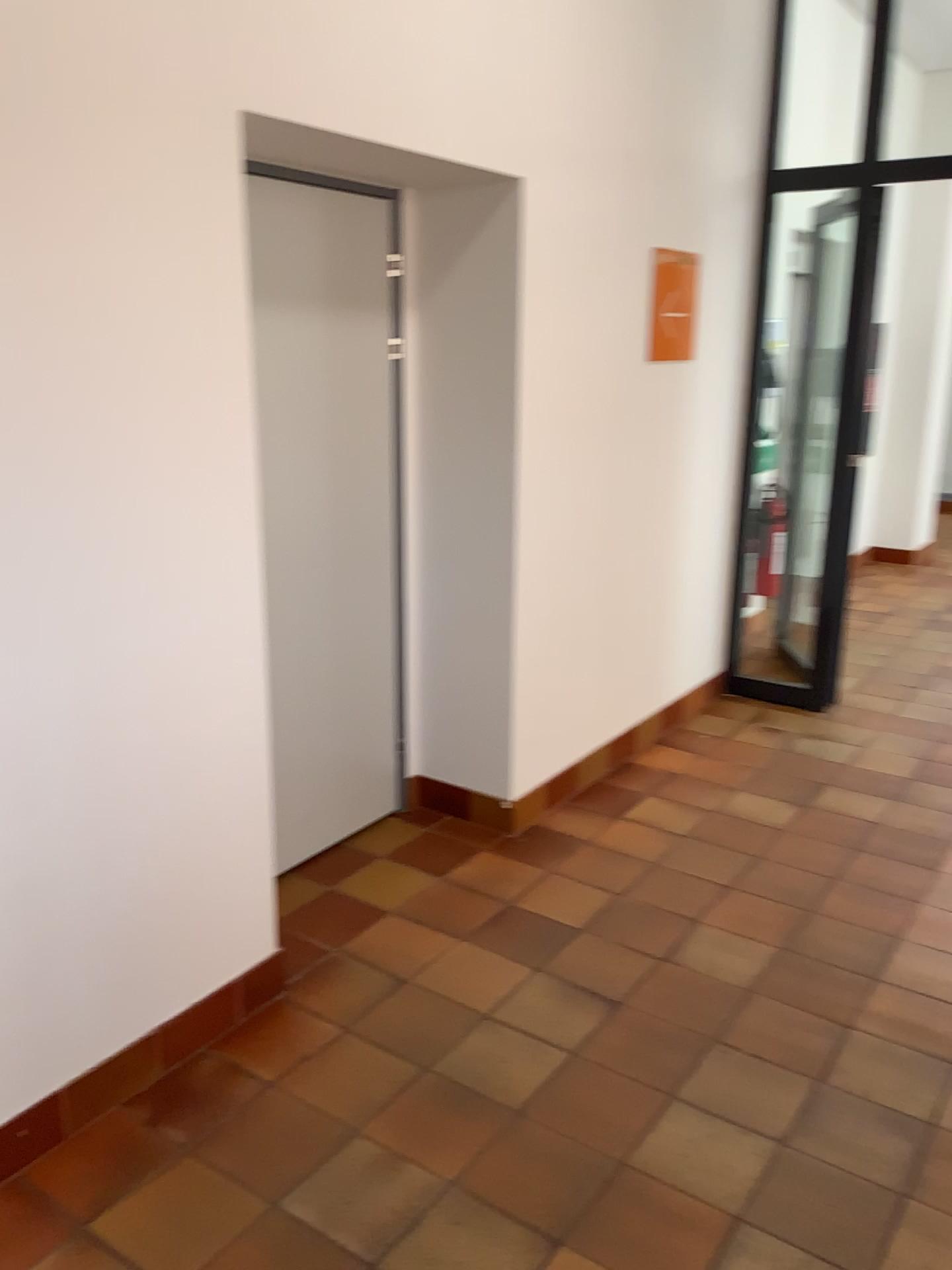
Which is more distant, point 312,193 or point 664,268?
point 664,268

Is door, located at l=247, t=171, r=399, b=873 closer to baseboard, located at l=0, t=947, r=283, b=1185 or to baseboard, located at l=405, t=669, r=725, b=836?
baseboard, located at l=405, t=669, r=725, b=836

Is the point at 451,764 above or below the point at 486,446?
below

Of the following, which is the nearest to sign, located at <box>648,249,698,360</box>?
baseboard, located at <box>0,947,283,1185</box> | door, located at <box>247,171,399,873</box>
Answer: door, located at <box>247,171,399,873</box>

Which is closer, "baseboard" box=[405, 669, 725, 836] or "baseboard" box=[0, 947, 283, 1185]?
"baseboard" box=[0, 947, 283, 1185]

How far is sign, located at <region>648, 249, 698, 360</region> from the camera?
3.95m

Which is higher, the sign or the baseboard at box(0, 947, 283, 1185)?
the sign

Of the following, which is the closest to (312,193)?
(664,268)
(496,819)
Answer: (664,268)

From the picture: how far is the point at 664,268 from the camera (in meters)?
3.95

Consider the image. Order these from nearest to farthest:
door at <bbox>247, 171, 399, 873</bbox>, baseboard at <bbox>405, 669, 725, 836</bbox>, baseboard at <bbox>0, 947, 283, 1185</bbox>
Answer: baseboard at <bbox>0, 947, 283, 1185</bbox>
door at <bbox>247, 171, 399, 873</bbox>
baseboard at <bbox>405, 669, 725, 836</bbox>
